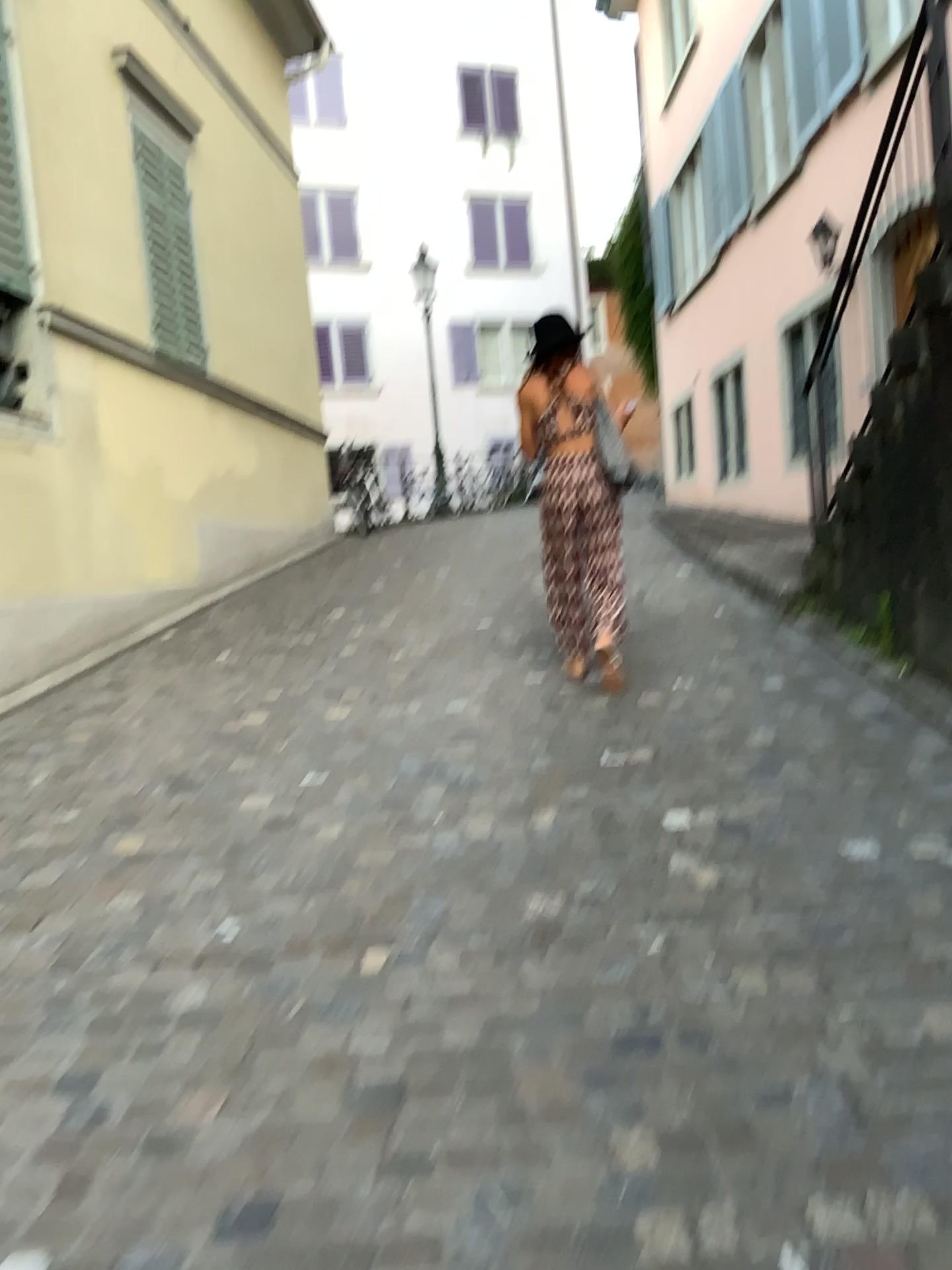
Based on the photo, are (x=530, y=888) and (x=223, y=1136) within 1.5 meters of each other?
yes
